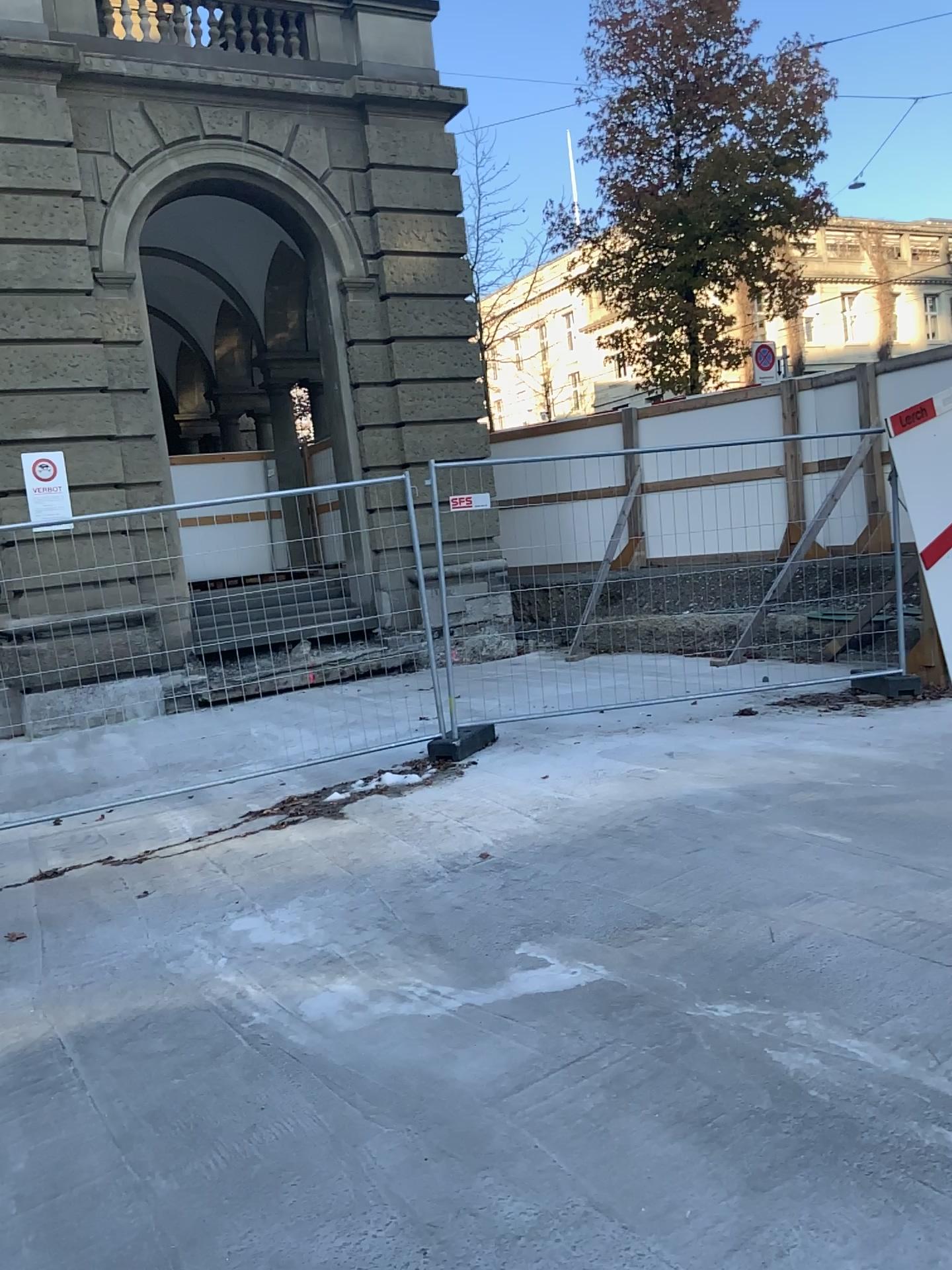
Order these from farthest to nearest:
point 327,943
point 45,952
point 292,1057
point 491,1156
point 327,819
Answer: point 327,819
point 45,952
point 327,943
point 292,1057
point 491,1156
